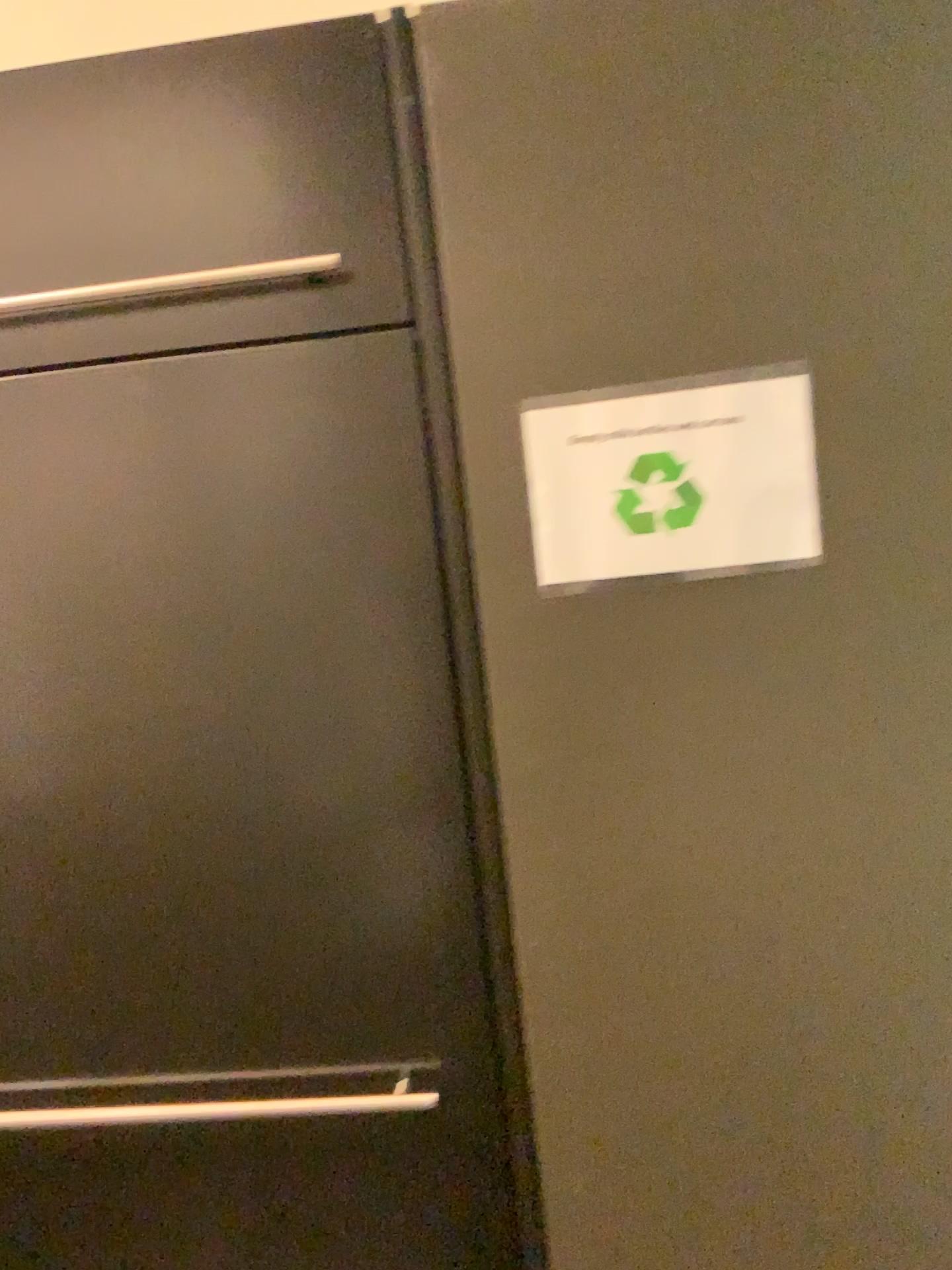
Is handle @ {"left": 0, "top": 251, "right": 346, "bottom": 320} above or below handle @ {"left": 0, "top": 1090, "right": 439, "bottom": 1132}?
above

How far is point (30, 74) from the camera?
0.8m

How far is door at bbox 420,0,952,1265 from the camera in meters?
0.8 m

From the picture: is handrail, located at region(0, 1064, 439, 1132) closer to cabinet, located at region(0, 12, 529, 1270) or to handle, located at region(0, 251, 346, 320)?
cabinet, located at region(0, 12, 529, 1270)

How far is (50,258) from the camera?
0.82m

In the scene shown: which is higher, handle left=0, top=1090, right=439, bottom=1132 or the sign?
the sign

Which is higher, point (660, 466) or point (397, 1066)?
point (660, 466)

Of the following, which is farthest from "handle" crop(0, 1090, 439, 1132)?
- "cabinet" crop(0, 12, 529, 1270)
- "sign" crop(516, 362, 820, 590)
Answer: "sign" crop(516, 362, 820, 590)

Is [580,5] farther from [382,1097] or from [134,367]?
[382,1097]

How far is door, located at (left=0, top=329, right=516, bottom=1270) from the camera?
0.83m
